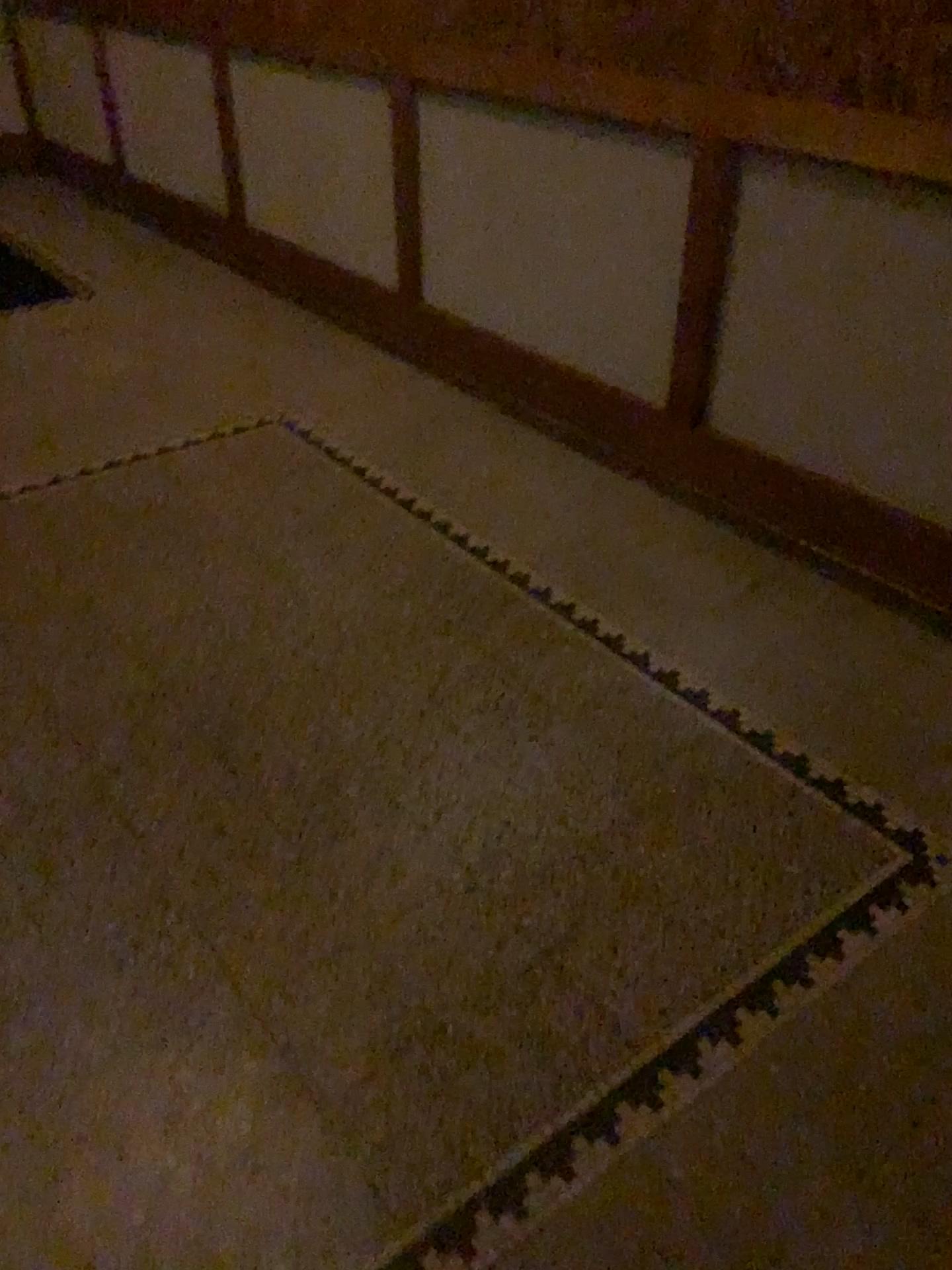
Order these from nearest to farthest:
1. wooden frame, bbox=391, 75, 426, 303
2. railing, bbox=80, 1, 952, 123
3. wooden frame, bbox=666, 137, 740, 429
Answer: railing, bbox=80, 1, 952, 123, wooden frame, bbox=666, 137, 740, 429, wooden frame, bbox=391, 75, 426, 303

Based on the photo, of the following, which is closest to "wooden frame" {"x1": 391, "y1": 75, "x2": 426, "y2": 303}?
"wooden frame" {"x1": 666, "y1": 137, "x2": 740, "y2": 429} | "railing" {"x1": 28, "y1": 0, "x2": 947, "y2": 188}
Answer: "railing" {"x1": 28, "y1": 0, "x2": 947, "y2": 188}

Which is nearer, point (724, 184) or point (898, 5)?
point (898, 5)

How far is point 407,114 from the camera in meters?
3.3 m

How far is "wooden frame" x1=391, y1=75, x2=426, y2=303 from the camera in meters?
3.3 m

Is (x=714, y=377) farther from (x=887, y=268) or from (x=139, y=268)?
(x=139, y=268)

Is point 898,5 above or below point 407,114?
above

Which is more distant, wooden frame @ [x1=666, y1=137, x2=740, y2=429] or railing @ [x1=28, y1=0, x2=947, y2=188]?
wooden frame @ [x1=666, y1=137, x2=740, y2=429]

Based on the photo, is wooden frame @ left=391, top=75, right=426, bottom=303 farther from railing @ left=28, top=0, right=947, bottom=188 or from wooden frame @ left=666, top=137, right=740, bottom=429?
wooden frame @ left=666, top=137, right=740, bottom=429

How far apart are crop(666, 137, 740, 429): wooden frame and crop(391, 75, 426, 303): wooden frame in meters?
1.2 m
